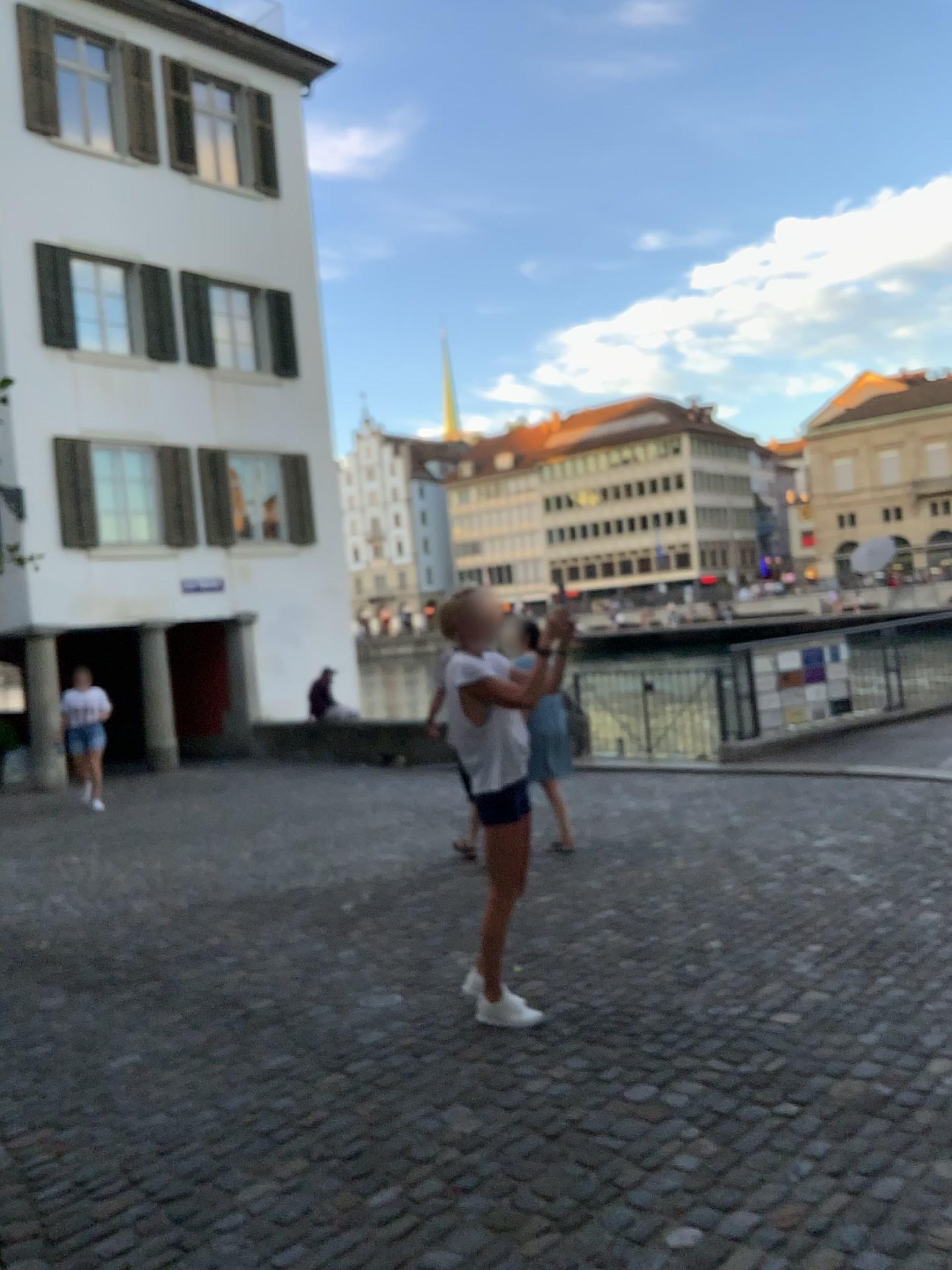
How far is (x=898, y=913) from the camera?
5.0m
